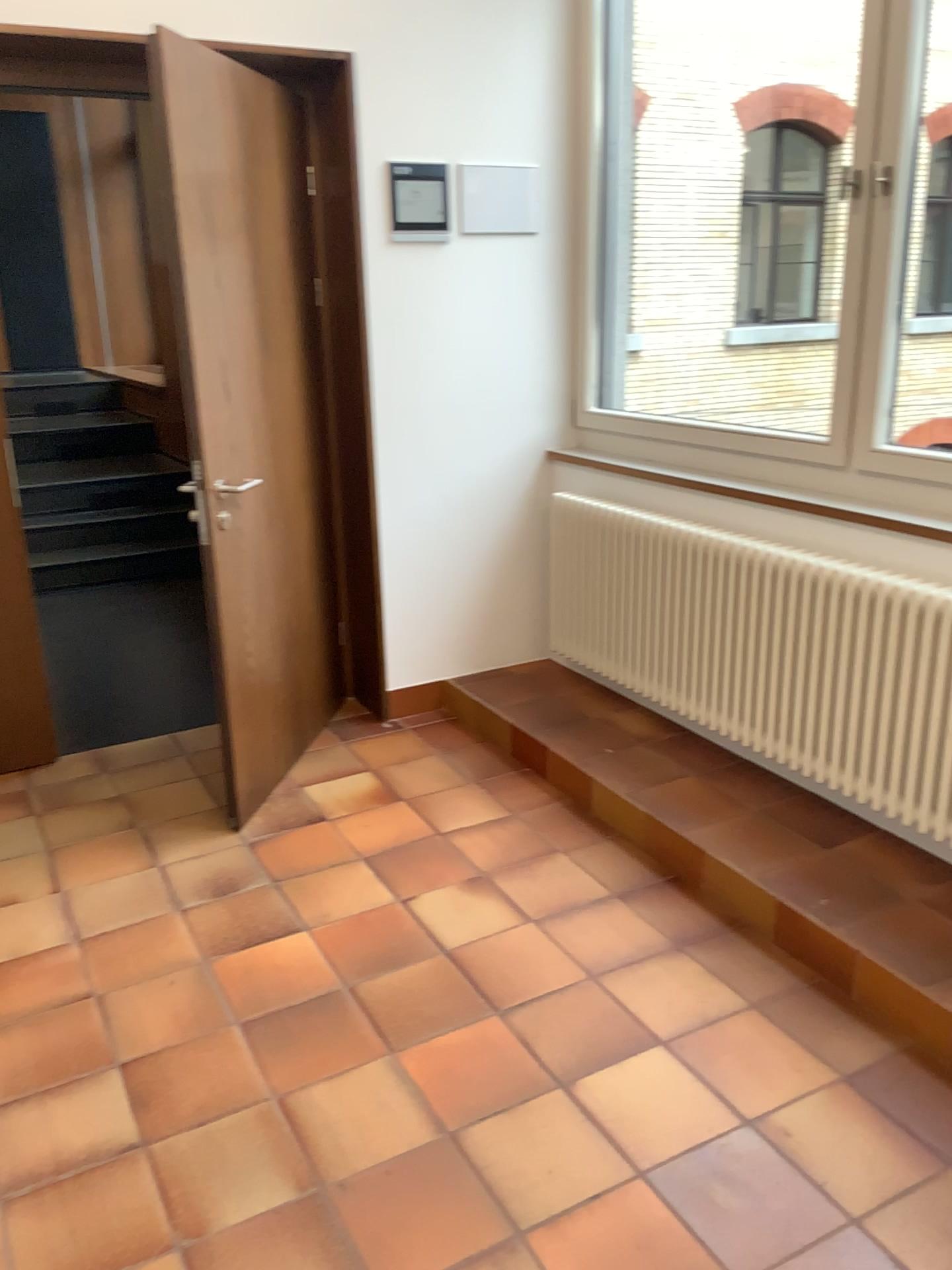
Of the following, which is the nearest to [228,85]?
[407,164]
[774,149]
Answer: [407,164]

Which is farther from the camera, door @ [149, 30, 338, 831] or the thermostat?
the thermostat

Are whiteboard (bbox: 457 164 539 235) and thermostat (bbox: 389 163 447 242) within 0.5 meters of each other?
yes

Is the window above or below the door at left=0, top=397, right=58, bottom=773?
above

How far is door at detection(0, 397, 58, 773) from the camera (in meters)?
3.31

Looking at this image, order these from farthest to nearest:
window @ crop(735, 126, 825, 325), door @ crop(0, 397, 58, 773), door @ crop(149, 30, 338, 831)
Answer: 1. window @ crop(735, 126, 825, 325)
2. door @ crop(0, 397, 58, 773)
3. door @ crop(149, 30, 338, 831)

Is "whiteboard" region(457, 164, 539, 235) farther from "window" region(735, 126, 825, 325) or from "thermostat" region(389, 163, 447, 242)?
"window" region(735, 126, 825, 325)

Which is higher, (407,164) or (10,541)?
(407,164)

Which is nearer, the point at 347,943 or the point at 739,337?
the point at 347,943

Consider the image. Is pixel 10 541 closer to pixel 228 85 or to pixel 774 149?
pixel 228 85
